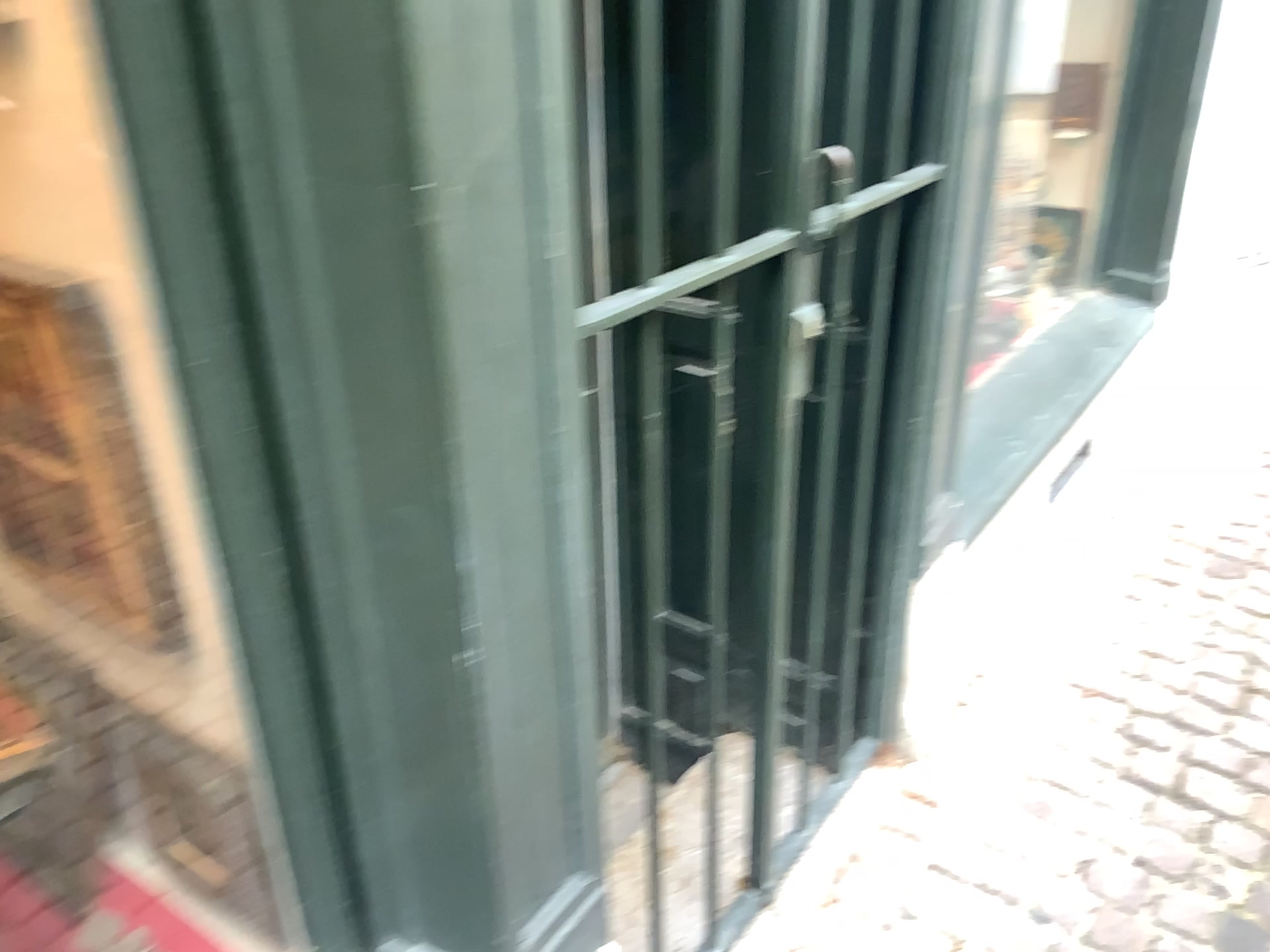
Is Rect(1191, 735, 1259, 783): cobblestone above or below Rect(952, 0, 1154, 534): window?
below

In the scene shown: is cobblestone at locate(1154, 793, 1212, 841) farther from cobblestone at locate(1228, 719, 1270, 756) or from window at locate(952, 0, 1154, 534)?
window at locate(952, 0, 1154, 534)

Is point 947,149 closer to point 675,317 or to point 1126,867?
point 675,317

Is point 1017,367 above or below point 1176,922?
above

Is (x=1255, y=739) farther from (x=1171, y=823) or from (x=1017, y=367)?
(x=1017, y=367)

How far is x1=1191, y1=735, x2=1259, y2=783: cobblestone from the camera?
1.99m

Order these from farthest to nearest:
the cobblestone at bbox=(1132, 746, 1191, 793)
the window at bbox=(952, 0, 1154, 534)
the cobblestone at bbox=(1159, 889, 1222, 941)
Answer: the window at bbox=(952, 0, 1154, 534)
the cobblestone at bbox=(1132, 746, 1191, 793)
the cobblestone at bbox=(1159, 889, 1222, 941)

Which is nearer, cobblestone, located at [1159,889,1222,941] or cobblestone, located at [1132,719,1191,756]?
cobblestone, located at [1159,889,1222,941]

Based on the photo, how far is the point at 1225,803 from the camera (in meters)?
1.90

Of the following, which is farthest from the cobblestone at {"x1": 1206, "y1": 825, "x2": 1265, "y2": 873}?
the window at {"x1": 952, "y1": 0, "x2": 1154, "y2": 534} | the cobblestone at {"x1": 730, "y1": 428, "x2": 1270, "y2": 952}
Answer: the window at {"x1": 952, "y1": 0, "x2": 1154, "y2": 534}
